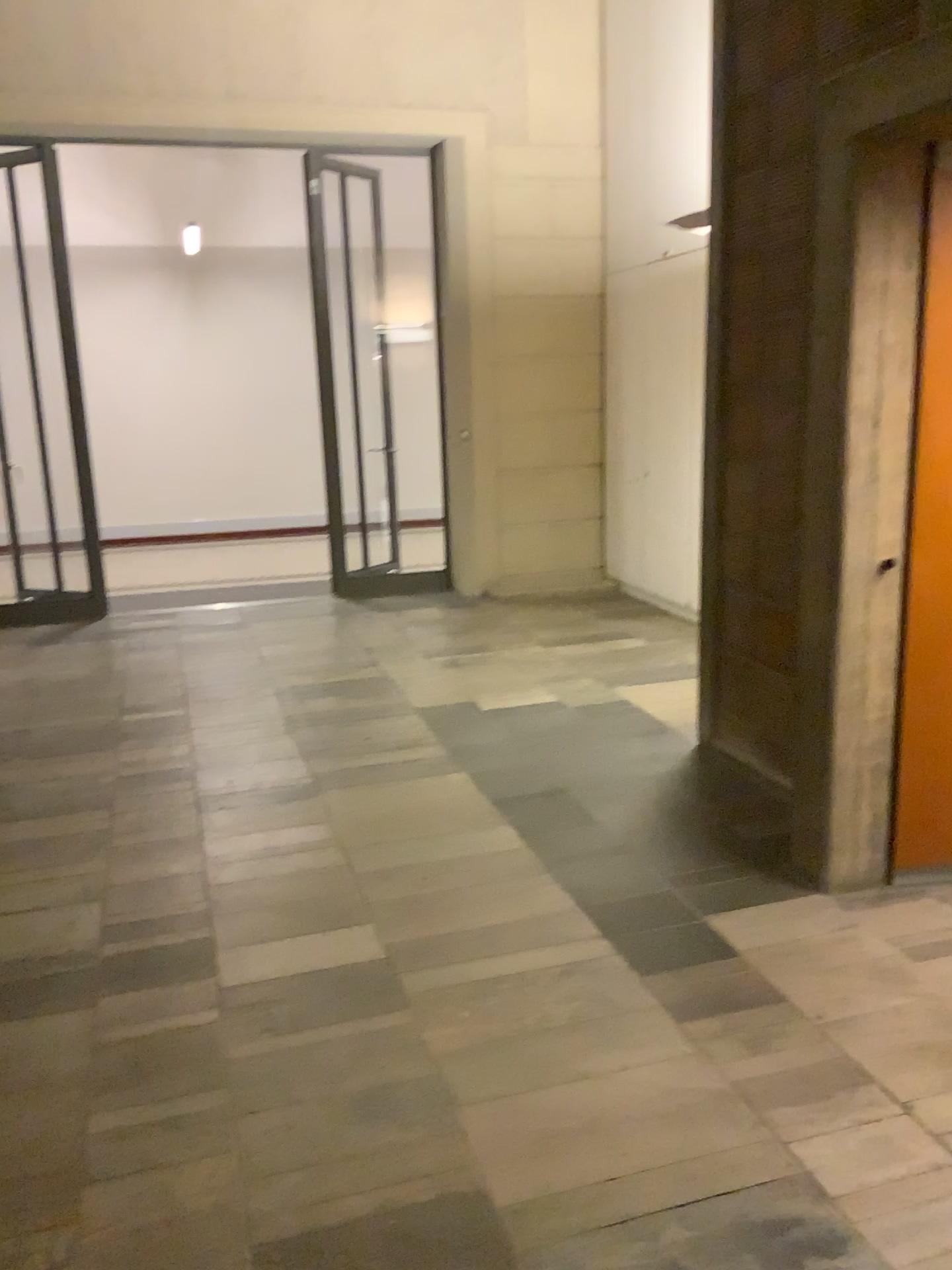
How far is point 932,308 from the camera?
2.9m

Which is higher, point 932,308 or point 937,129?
point 937,129

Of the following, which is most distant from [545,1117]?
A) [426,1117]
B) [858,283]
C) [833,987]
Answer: [858,283]

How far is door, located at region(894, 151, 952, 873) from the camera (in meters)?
2.87
